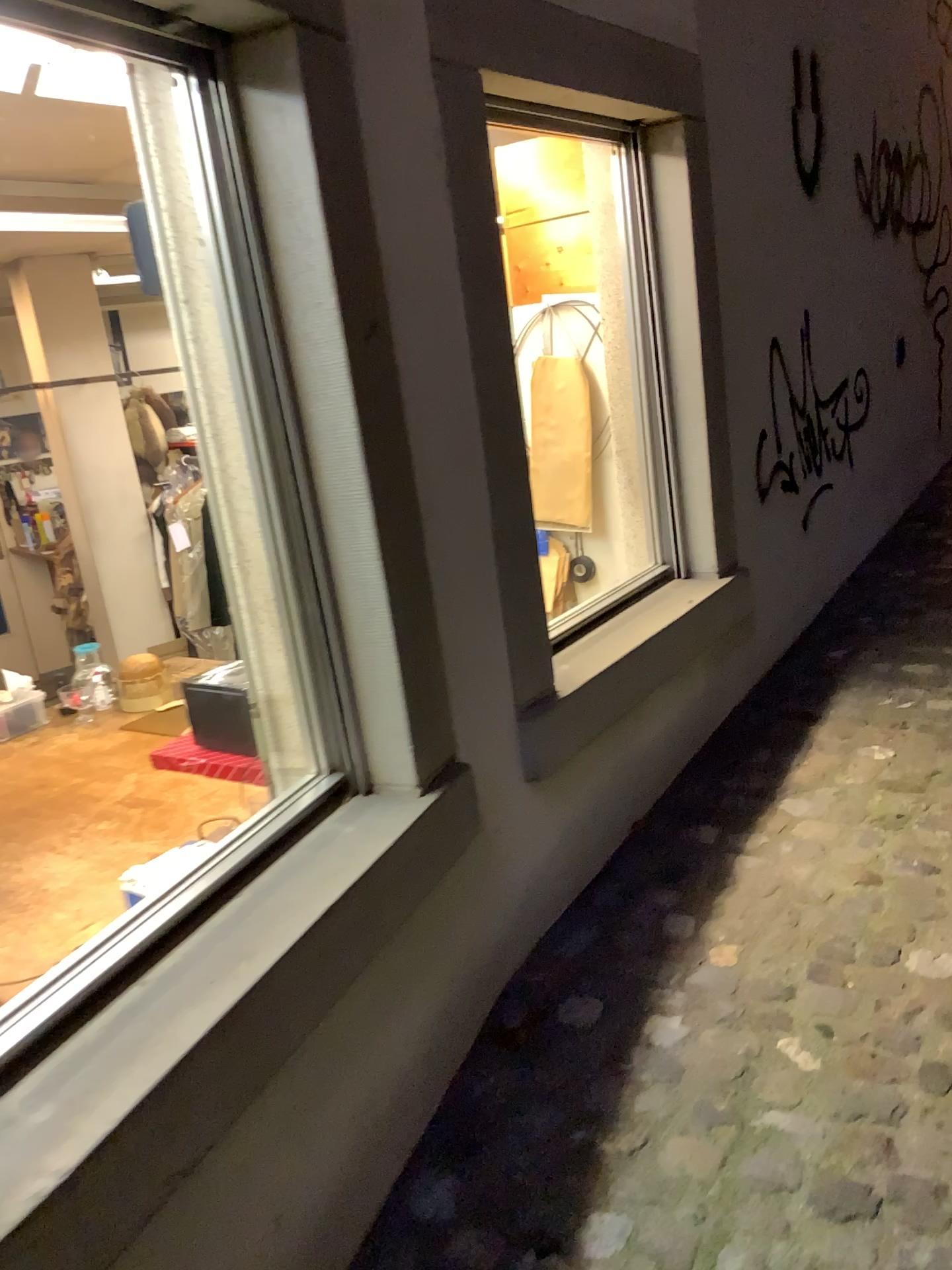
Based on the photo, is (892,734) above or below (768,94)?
below
